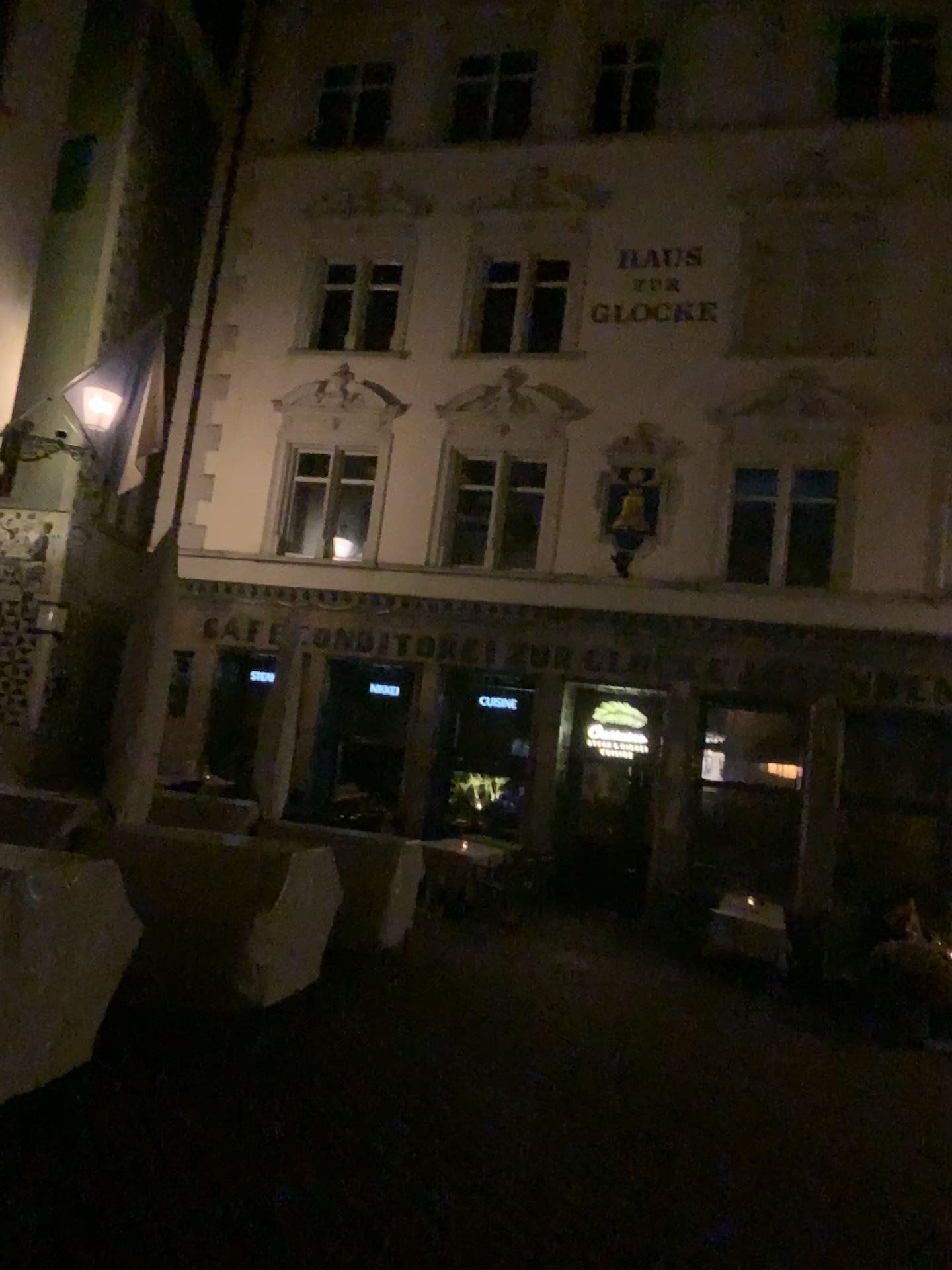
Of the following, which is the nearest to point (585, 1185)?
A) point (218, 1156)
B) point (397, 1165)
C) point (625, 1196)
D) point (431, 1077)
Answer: point (625, 1196)
